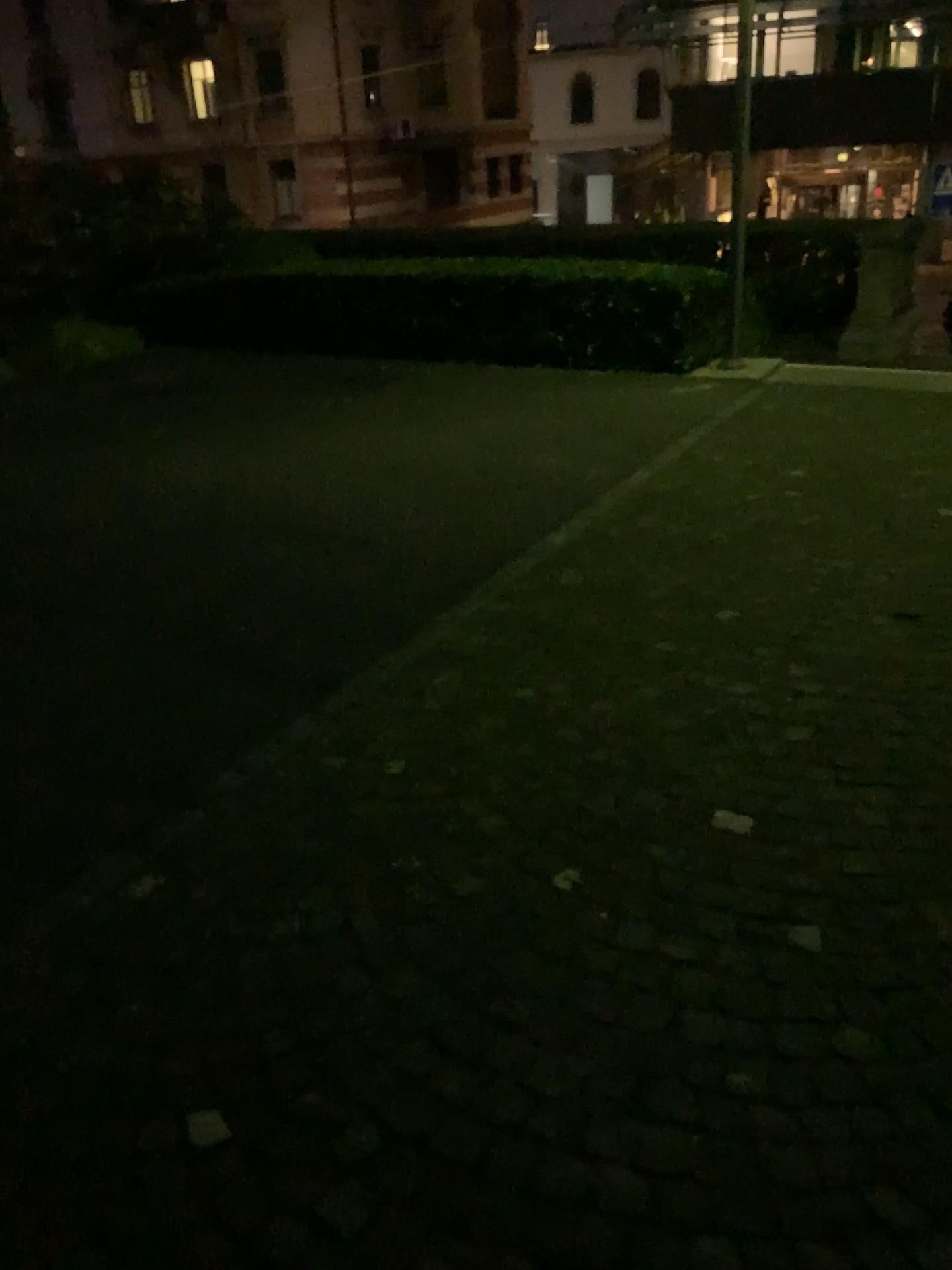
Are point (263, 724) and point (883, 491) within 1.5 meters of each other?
no
